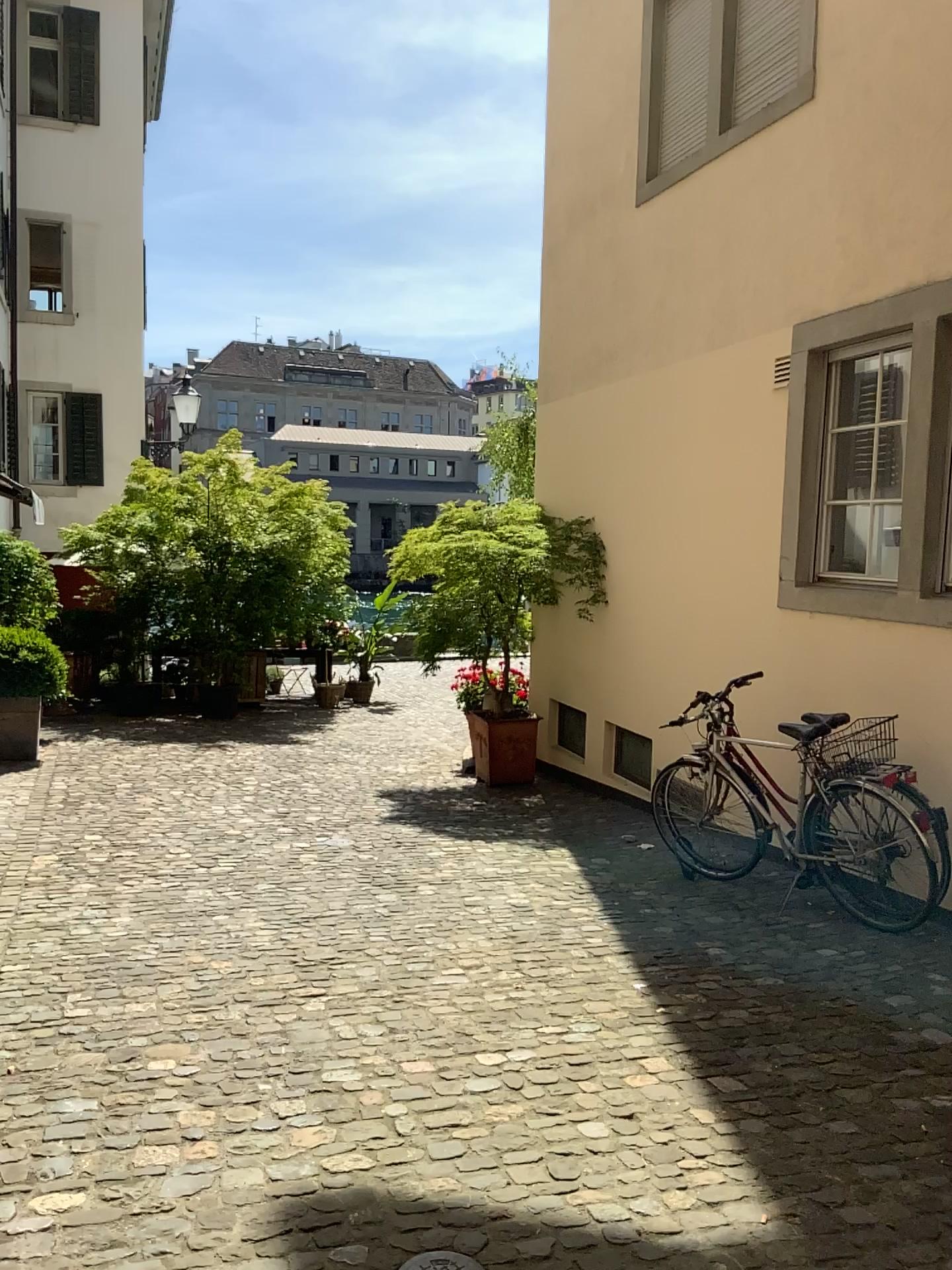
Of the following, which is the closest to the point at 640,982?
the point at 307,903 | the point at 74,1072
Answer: the point at 307,903
